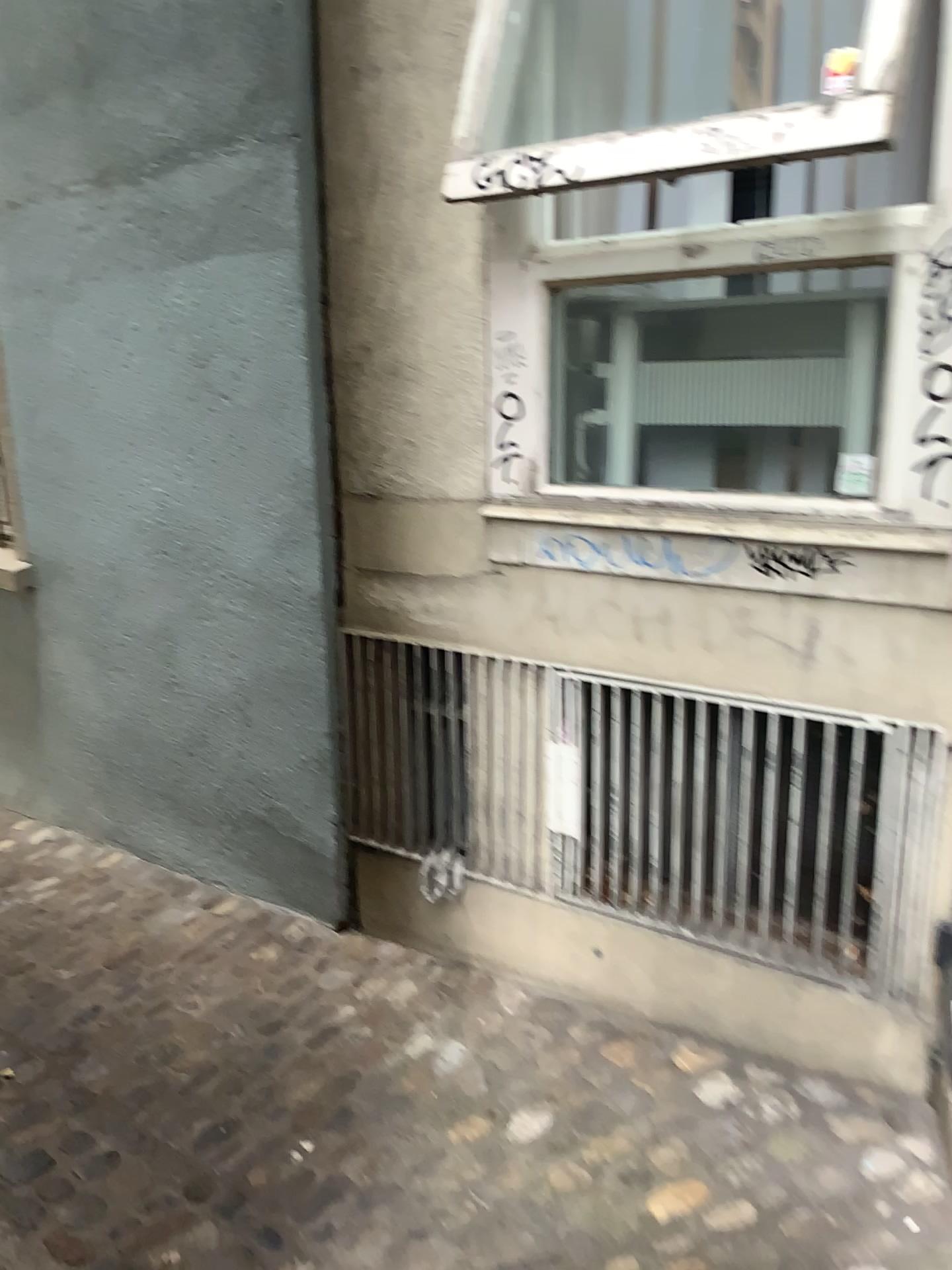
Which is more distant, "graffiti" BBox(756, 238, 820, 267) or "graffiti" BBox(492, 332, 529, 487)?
"graffiti" BBox(492, 332, 529, 487)

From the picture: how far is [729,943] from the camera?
2.4m

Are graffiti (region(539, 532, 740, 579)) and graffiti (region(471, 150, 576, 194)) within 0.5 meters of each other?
no

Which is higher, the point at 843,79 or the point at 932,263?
the point at 843,79

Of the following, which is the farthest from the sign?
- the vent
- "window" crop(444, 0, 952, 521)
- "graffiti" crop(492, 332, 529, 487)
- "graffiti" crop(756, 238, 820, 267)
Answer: the vent

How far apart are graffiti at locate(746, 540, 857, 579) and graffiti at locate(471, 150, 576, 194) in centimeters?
80cm

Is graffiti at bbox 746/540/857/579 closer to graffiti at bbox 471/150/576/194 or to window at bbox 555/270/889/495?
window at bbox 555/270/889/495

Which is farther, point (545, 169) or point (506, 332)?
point (506, 332)

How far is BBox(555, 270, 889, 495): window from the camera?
2.2 meters

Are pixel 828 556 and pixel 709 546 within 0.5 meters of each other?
yes
